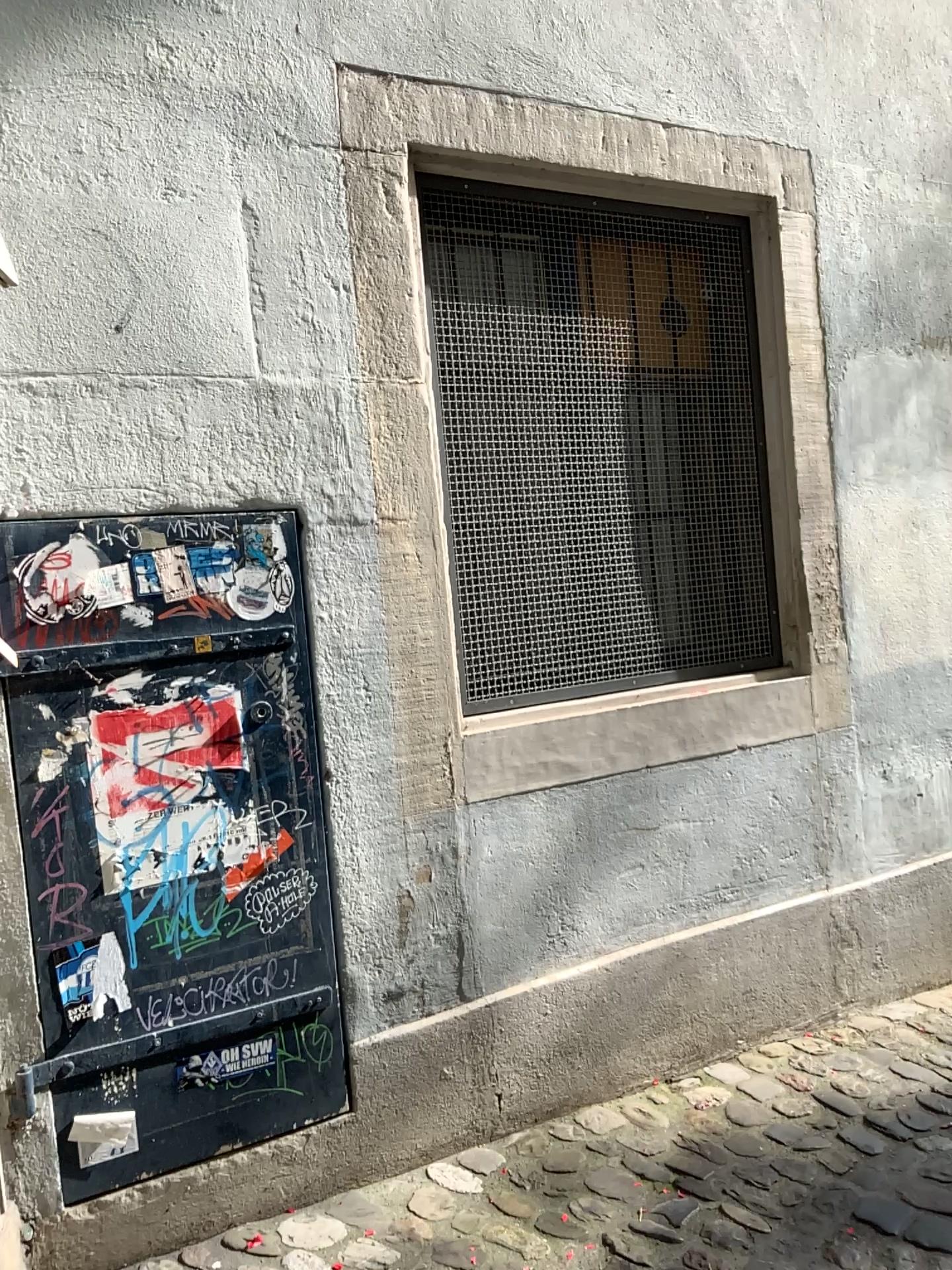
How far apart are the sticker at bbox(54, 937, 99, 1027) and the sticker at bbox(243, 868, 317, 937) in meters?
0.3

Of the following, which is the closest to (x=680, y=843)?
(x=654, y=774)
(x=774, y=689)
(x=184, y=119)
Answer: (x=654, y=774)

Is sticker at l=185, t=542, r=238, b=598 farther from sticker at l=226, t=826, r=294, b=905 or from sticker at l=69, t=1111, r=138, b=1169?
sticker at l=69, t=1111, r=138, b=1169

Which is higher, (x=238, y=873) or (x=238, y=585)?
(x=238, y=585)

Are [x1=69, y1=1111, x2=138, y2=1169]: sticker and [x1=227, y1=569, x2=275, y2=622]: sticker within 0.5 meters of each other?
no

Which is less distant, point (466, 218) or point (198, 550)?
point (198, 550)

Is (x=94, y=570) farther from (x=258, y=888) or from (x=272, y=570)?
(x=258, y=888)

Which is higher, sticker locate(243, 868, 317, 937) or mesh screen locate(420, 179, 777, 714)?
mesh screen locate(420, 179, 777, 714)

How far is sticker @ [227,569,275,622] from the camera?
2.1m

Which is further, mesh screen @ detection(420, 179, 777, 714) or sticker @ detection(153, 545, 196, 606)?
mesh screen @ detection(420, 179, 777, 714)
